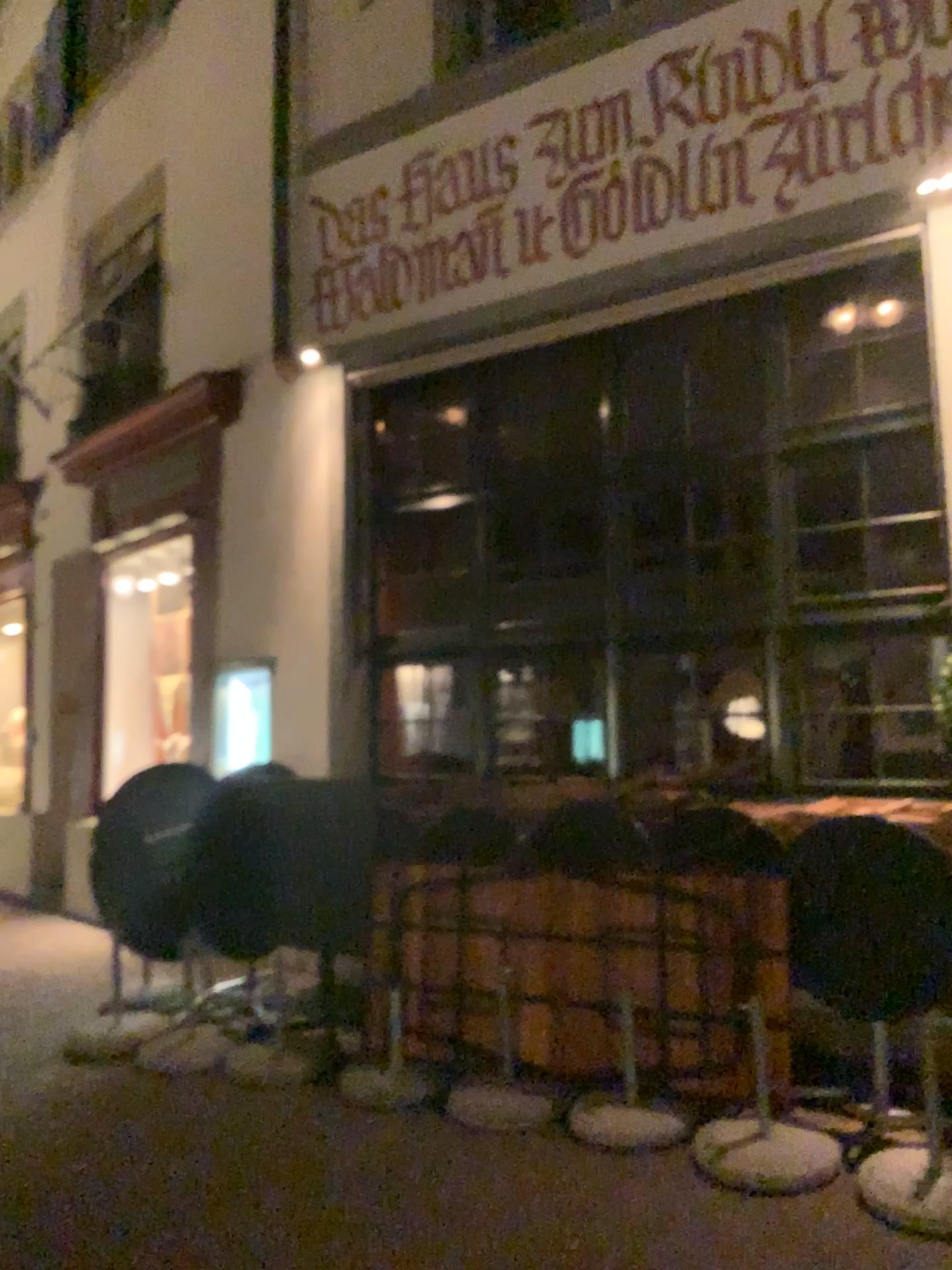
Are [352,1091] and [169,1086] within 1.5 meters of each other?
yes
